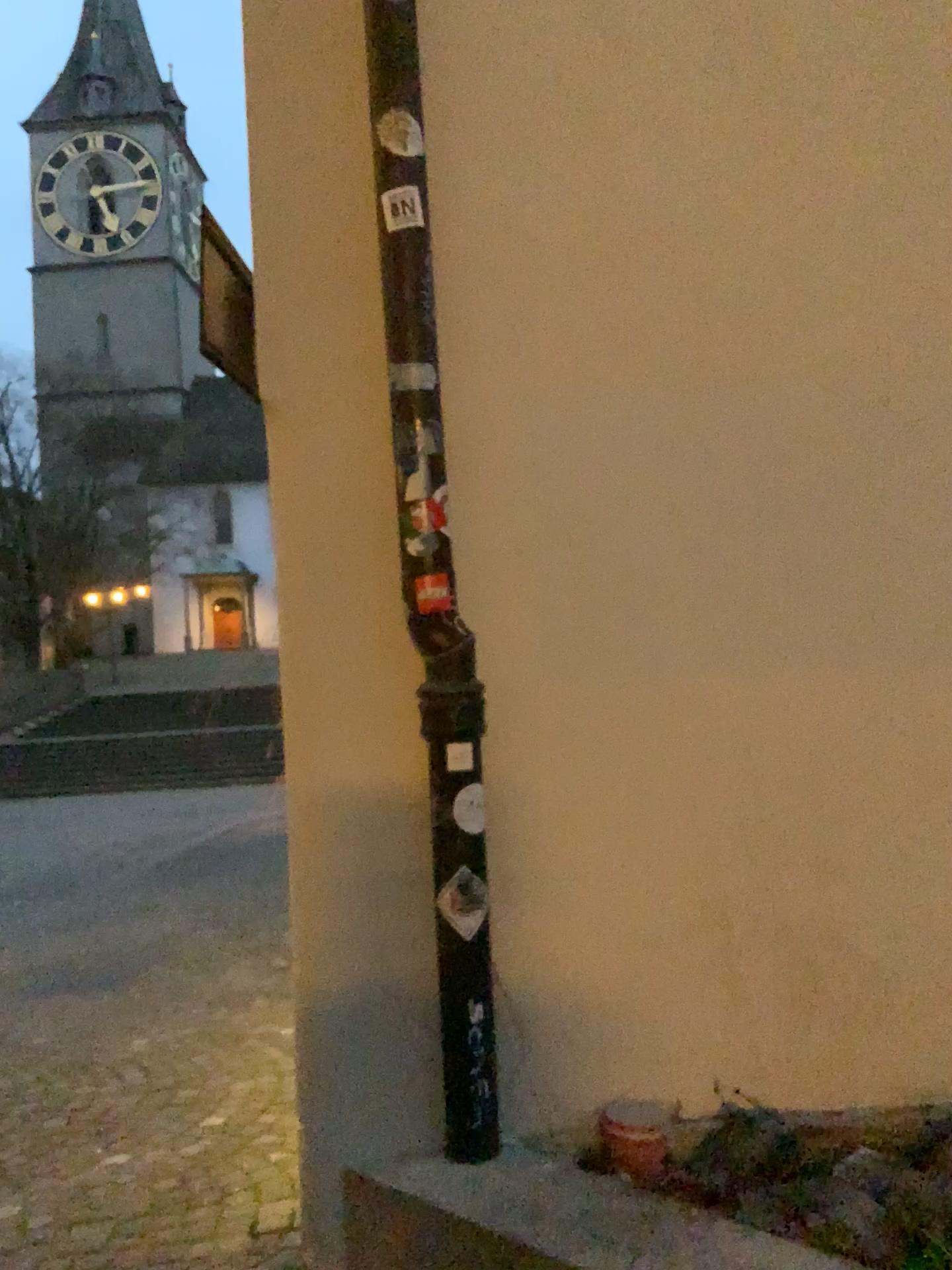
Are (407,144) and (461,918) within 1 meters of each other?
no

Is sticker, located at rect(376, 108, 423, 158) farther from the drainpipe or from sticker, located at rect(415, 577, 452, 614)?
sticker, located at rect(415, 577, 452, 614)

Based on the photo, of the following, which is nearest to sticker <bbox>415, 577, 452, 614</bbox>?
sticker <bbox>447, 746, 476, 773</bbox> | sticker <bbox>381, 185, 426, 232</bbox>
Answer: sticker <bbox>447, 746, 476, 773</bbox>

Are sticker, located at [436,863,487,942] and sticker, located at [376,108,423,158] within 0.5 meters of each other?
no

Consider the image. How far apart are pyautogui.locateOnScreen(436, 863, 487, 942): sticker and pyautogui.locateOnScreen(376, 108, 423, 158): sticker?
1.4 meters

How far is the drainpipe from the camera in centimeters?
196cm

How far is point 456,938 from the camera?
2.00m

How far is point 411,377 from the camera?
2.0 meters

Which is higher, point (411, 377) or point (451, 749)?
point (411, 377)

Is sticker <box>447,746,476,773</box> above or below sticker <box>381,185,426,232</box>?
below
